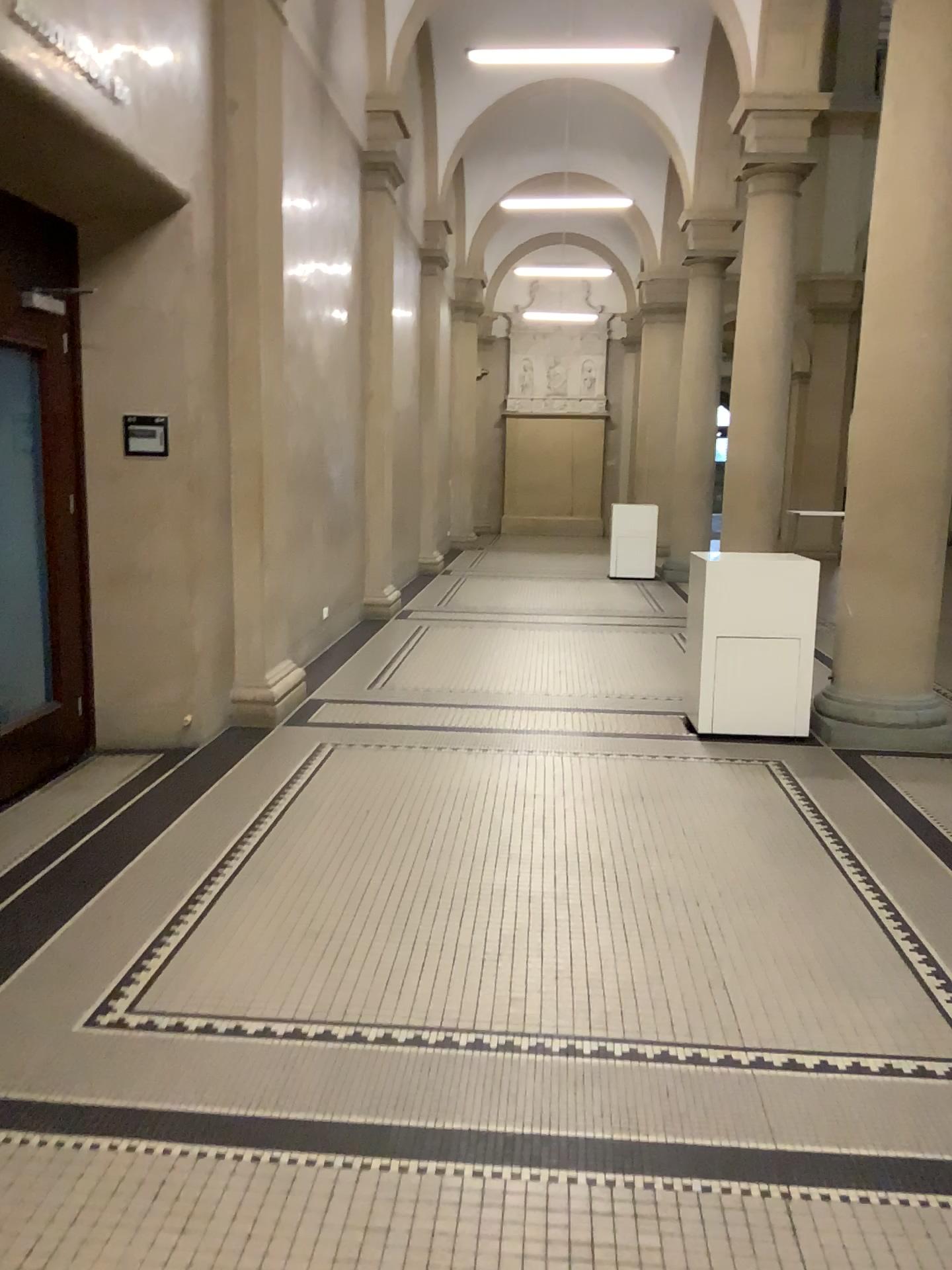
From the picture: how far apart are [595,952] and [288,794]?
1.9m
